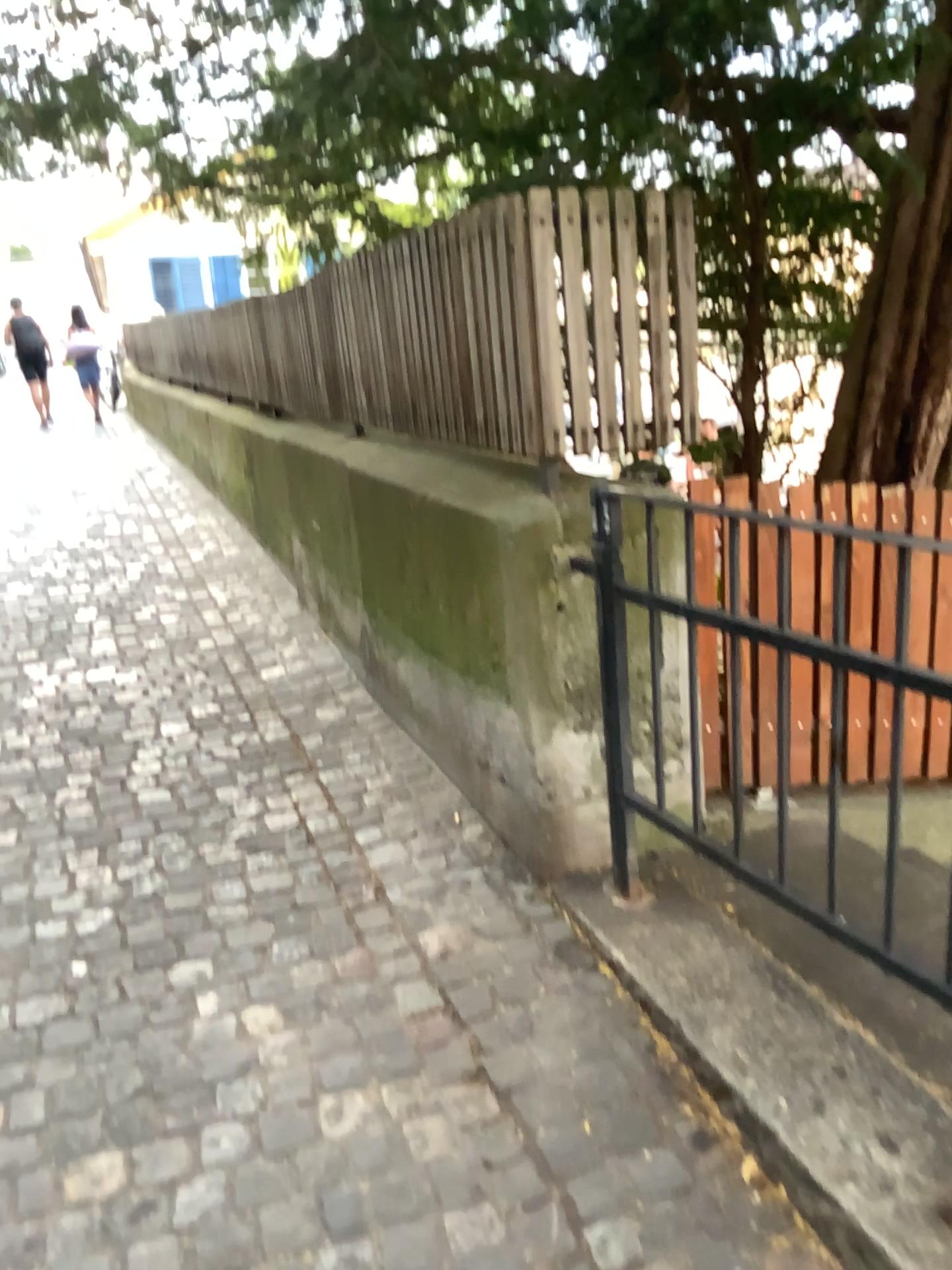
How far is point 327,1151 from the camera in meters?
1.8
